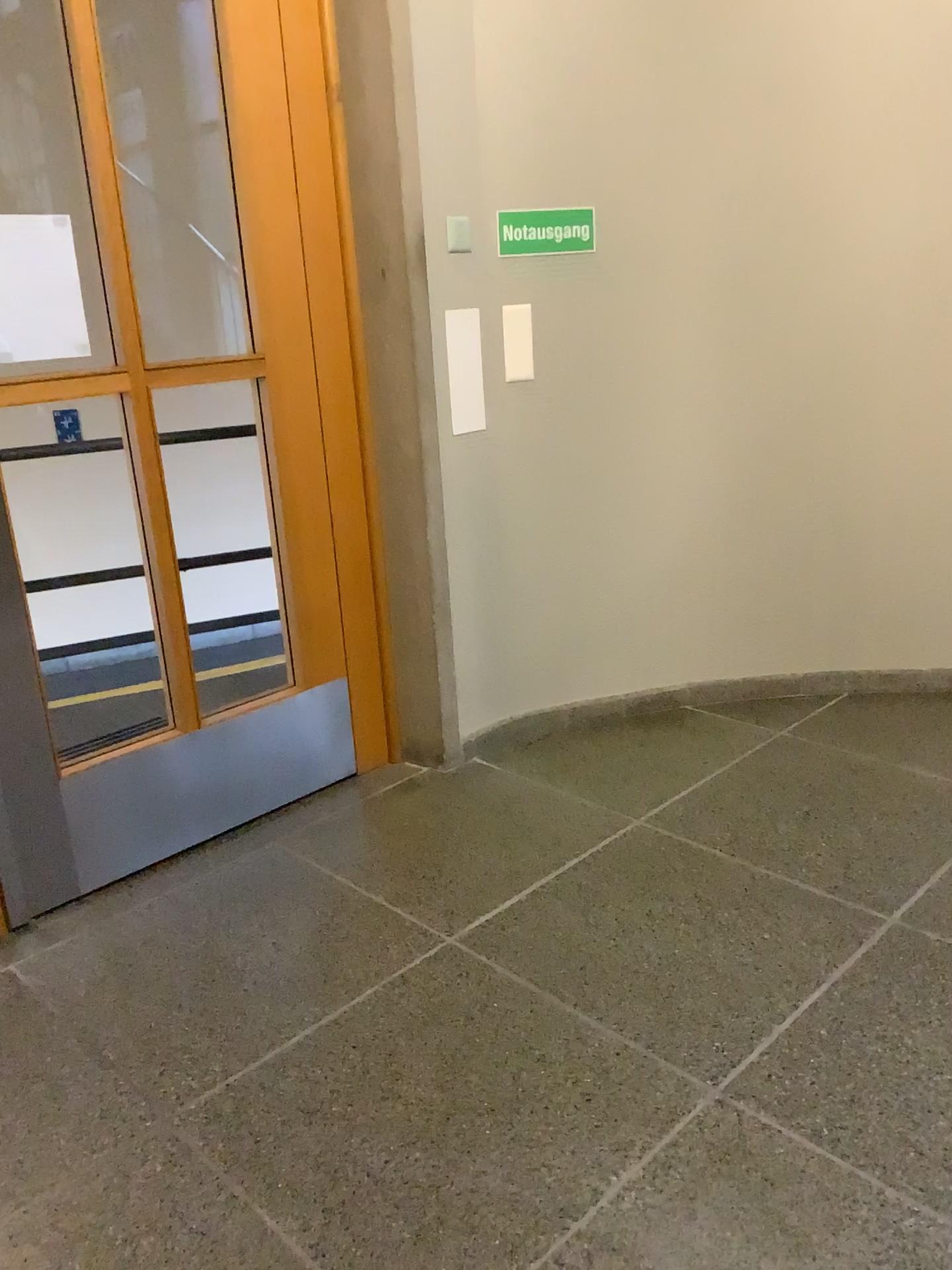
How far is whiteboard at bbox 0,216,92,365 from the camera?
2.23m

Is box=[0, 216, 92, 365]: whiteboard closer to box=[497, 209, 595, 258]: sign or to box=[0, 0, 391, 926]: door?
box=[0, 0, 391, 926]: door

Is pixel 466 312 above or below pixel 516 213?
below

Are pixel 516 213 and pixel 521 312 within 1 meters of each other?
yes

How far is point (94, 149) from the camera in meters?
2.3 m

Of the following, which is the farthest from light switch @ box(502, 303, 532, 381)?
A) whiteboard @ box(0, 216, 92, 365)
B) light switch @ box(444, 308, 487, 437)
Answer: whiteboard @ box(0, 216, 92, 365)

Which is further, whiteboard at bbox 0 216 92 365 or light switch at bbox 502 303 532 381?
light switch at bbox 502 303 532 381

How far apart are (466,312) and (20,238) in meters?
1.2 m

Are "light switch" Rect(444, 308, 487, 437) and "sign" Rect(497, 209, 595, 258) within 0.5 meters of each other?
yes

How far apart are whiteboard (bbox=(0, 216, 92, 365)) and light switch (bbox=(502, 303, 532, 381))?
1.19m
